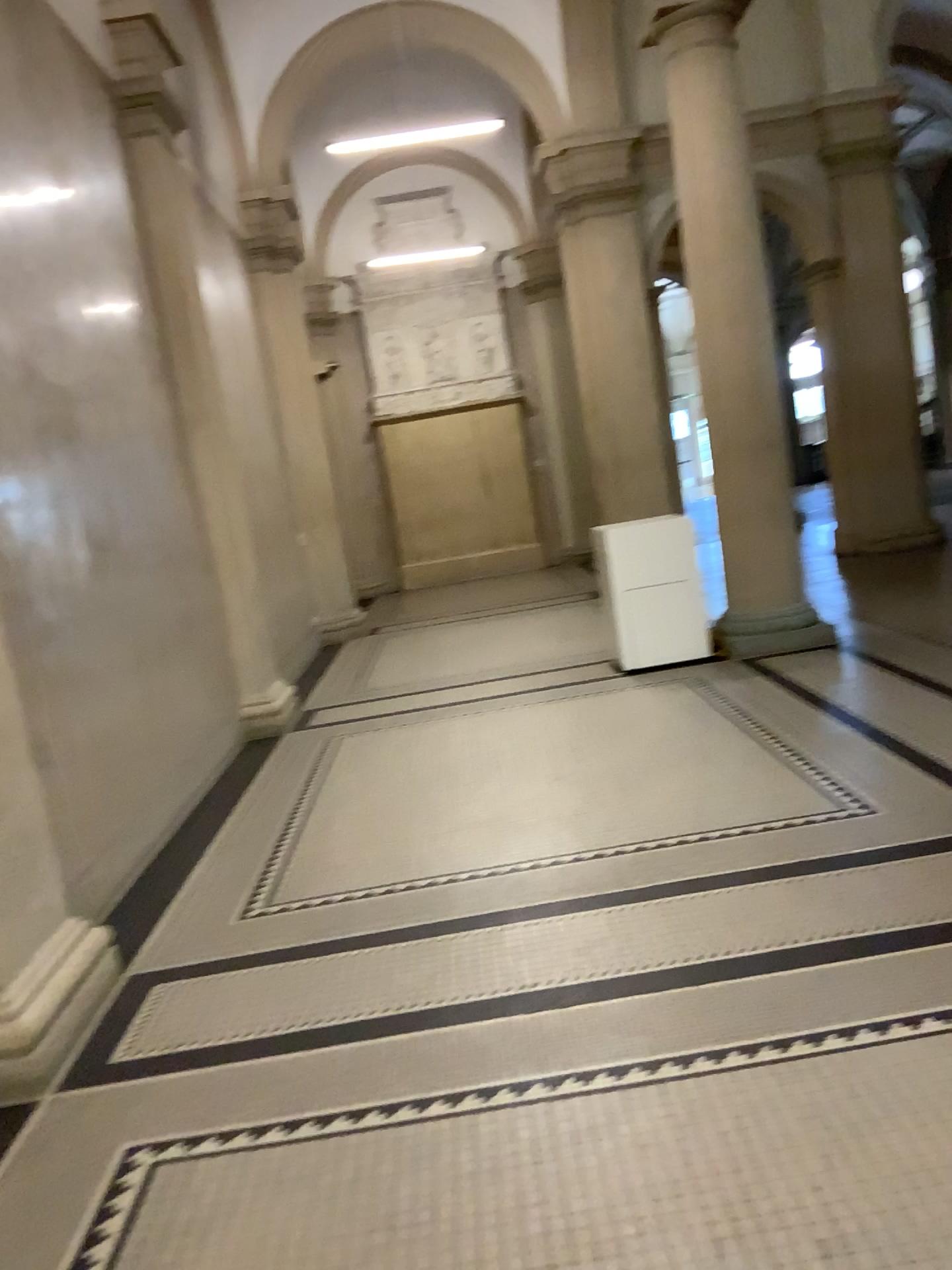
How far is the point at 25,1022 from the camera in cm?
293

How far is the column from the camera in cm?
293

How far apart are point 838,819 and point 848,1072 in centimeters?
169cm
